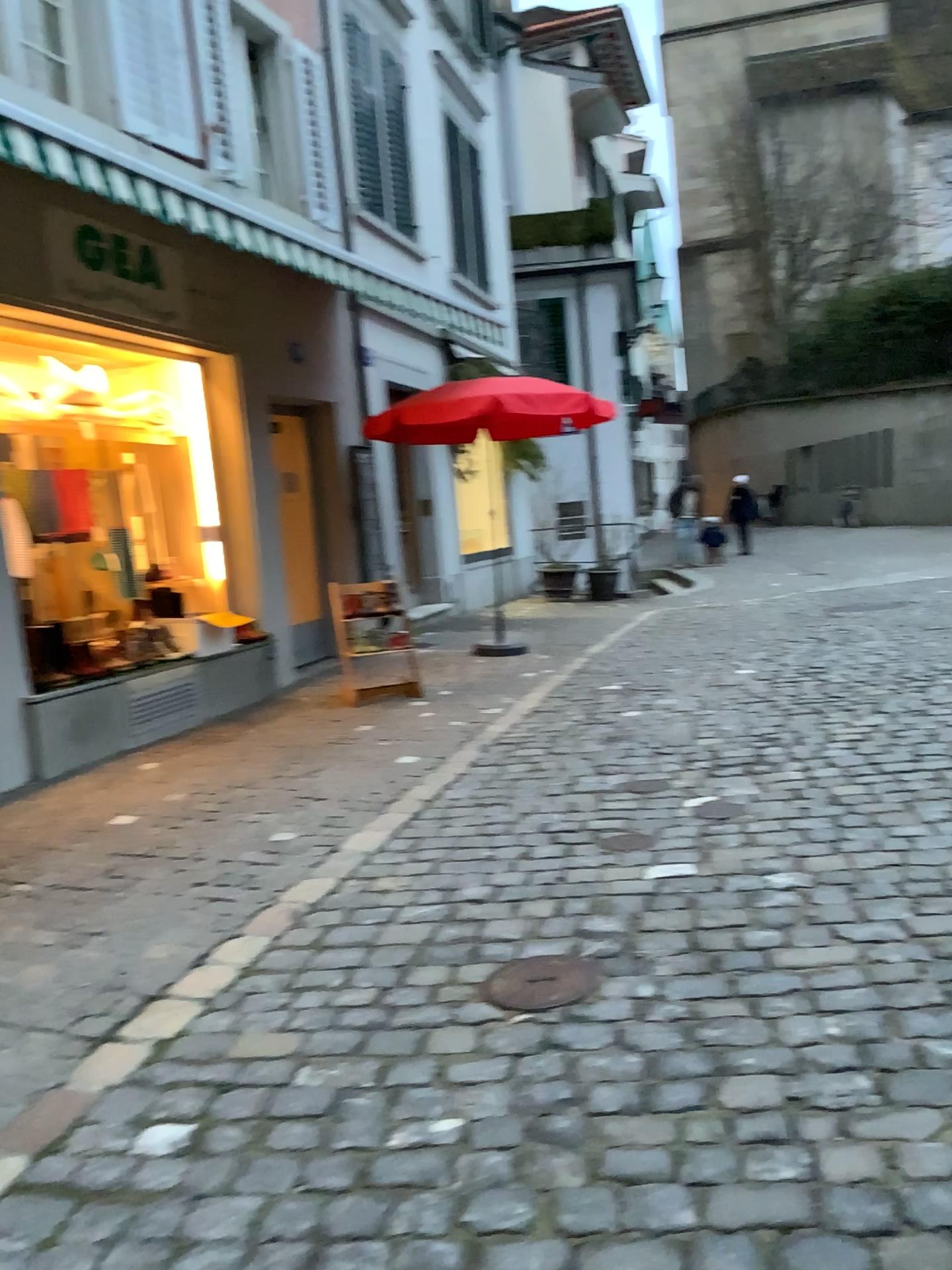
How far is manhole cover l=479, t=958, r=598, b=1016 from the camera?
2.68m

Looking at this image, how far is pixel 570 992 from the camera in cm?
268

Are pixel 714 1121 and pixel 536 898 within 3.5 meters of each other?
yes
